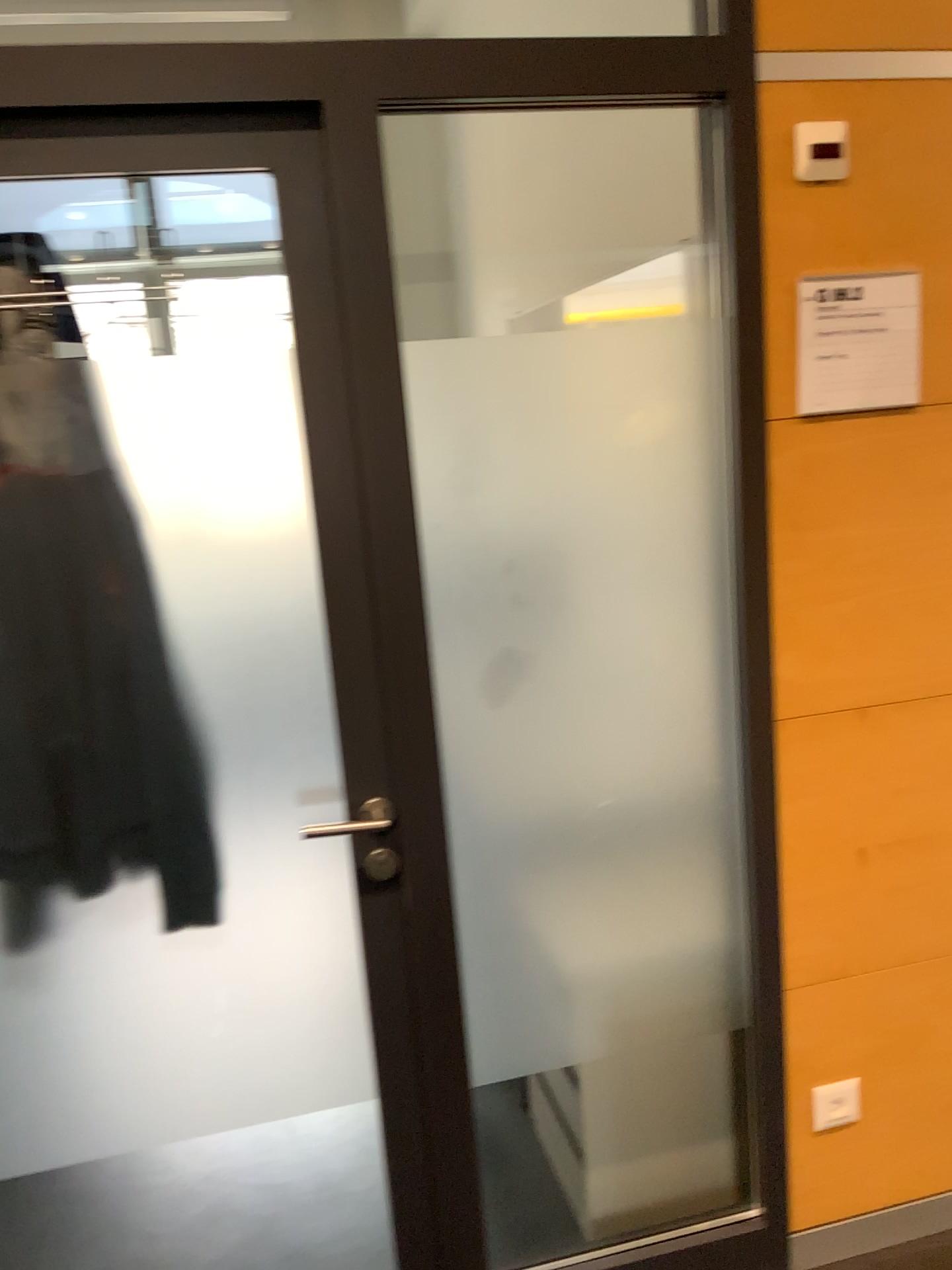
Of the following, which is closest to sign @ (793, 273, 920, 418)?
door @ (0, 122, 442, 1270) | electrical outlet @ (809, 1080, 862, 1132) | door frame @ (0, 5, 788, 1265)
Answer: door frame @ (0, 5, 788, 1265)

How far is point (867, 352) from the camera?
1.71m

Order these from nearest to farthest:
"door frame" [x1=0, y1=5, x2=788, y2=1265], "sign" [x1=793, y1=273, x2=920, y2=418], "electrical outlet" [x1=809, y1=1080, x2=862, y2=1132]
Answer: "door frame" [x1=0, y1=5, x2=788, y2=1265]
"sign" [x1=793, y1=273, x2=920, y2=418]
"electrical outlet" [x1=809, y1=1080, x2=862, y2=1132]

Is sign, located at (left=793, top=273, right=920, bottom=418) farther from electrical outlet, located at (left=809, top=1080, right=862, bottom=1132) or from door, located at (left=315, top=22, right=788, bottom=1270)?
electrical outlet, located at (left=809, top=1080, right=862, bottom=1132)

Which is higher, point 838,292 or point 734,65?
point 734,65

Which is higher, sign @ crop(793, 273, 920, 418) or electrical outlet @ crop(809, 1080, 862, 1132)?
sign @ crop(793, 273, 920, 418)

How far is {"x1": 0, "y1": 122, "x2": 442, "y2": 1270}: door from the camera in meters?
1.5

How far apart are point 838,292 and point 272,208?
0.9 meters

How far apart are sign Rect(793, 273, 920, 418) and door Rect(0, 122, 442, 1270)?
0.73m

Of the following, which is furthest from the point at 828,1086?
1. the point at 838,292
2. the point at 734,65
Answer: the point at 734,65
